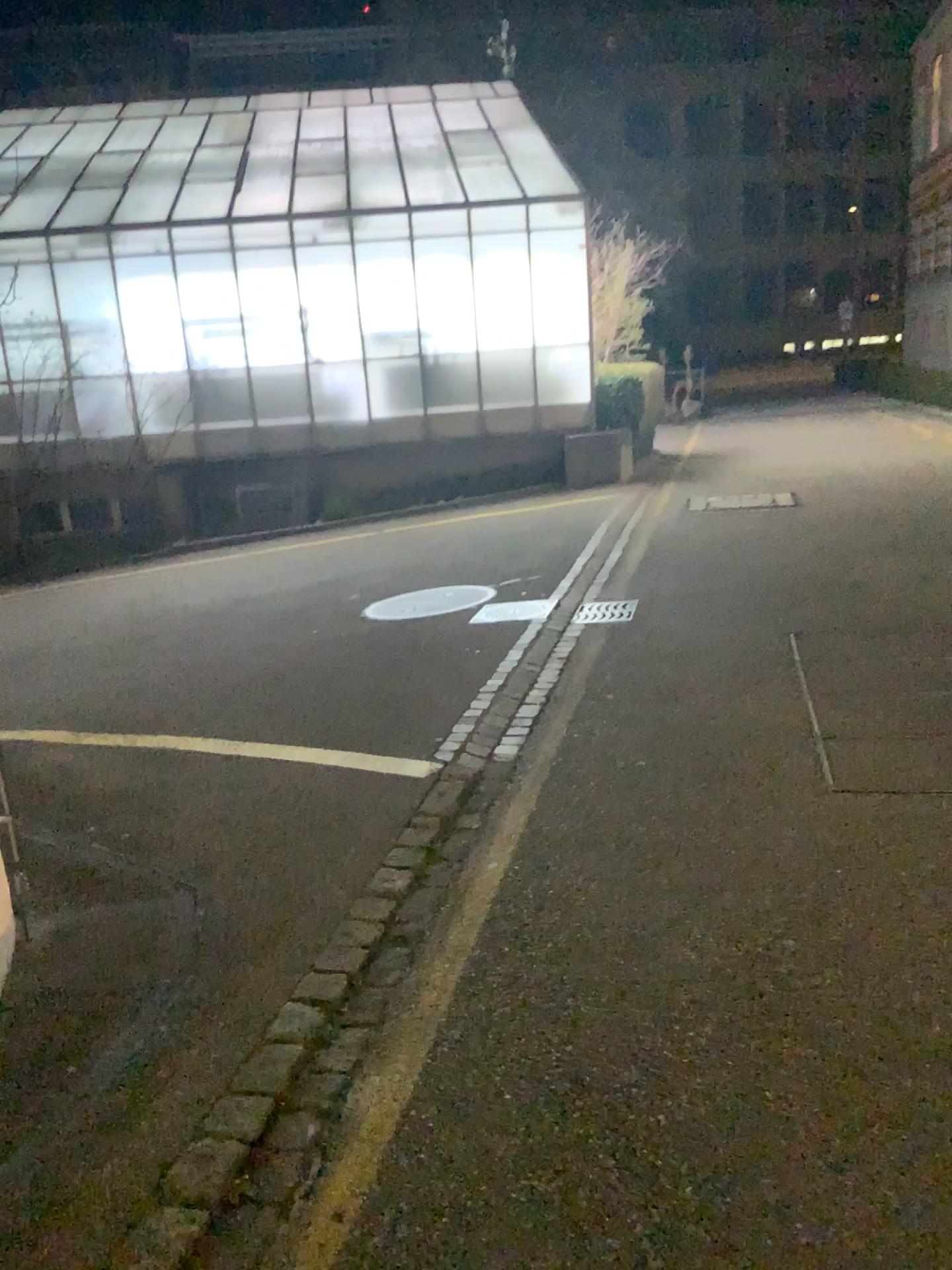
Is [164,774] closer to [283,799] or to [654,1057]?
[283,799]
